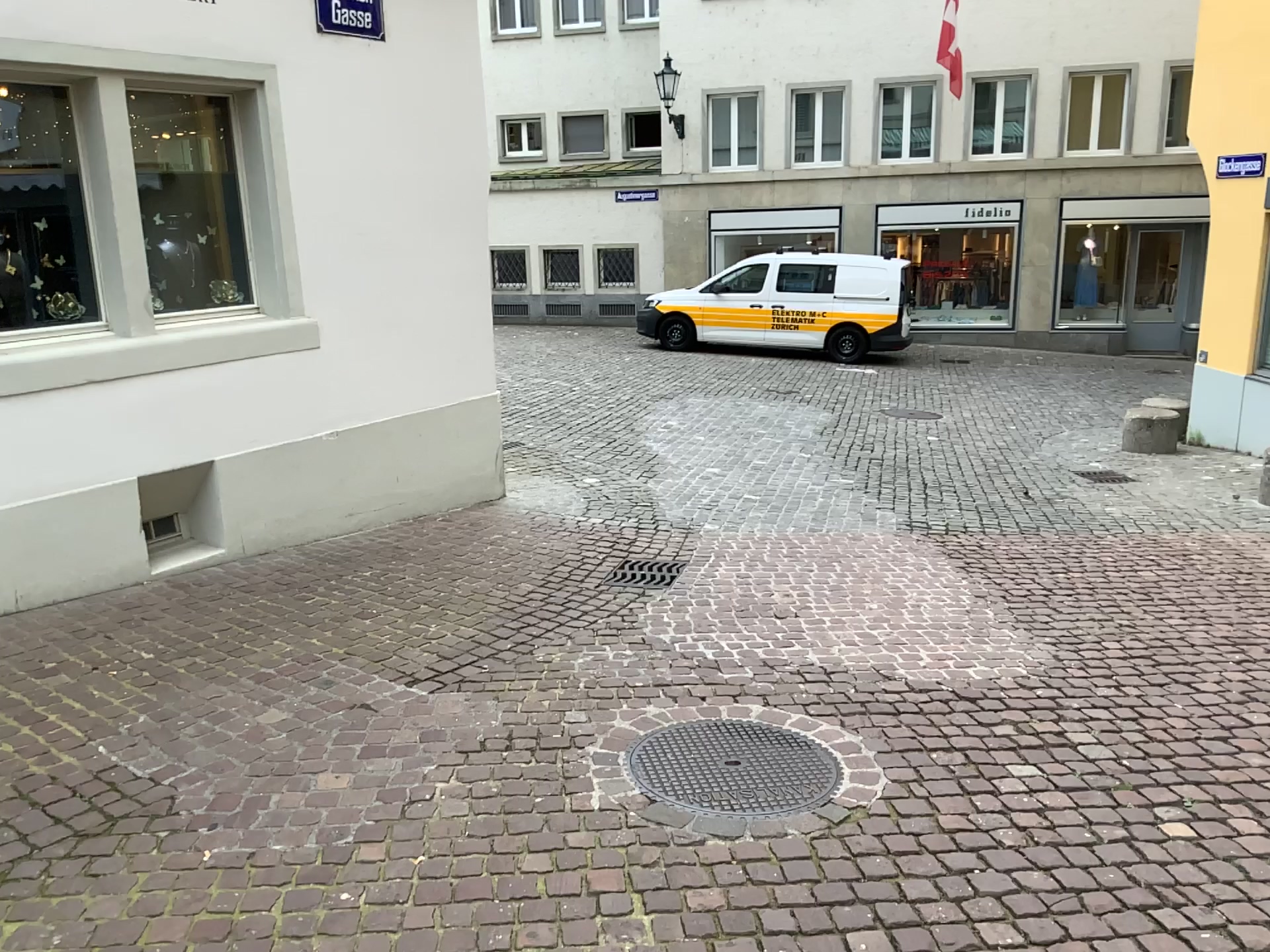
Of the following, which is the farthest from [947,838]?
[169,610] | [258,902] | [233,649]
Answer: [169,610]
